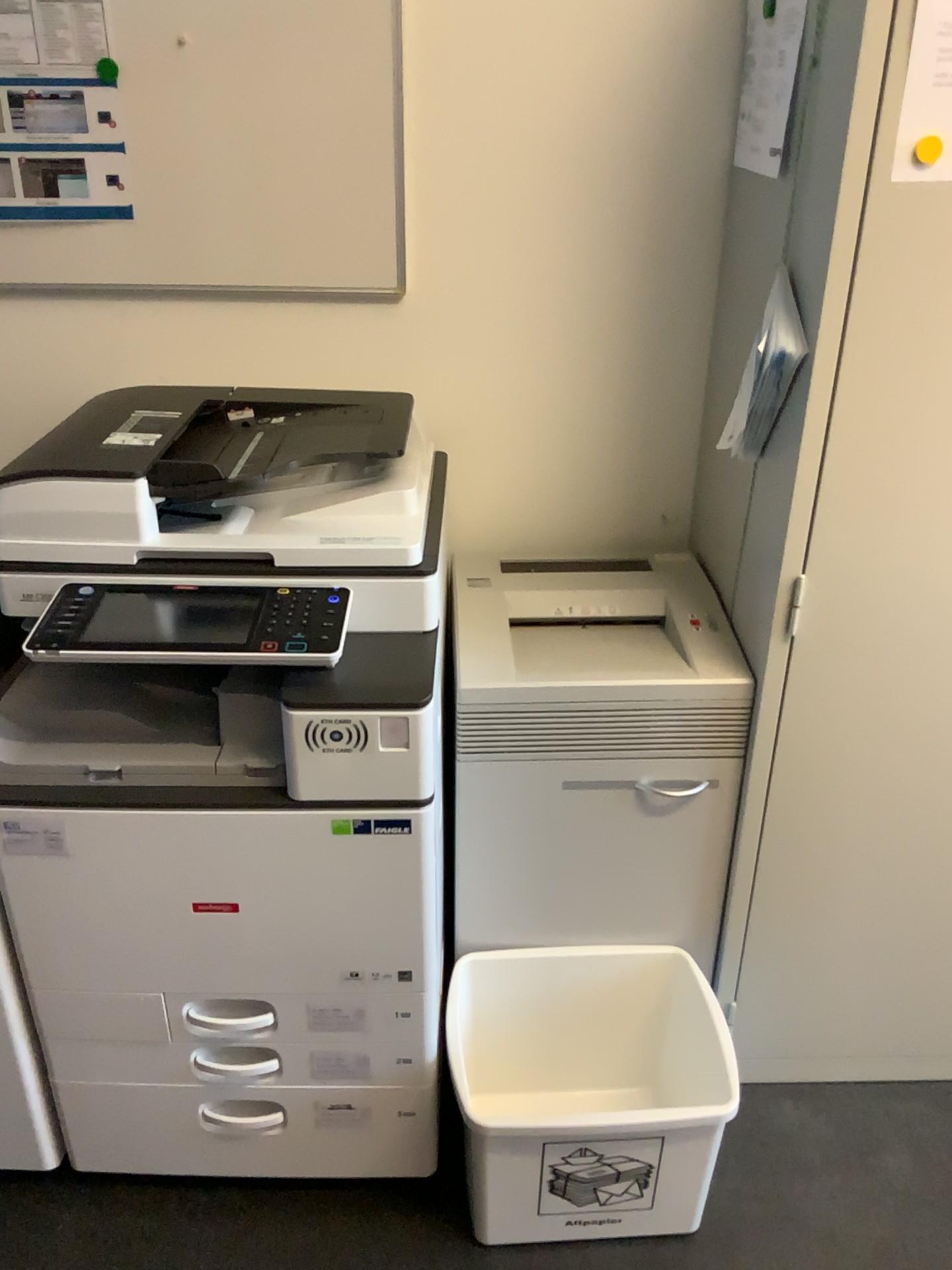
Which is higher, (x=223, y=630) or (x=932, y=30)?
(x=932, y=30)

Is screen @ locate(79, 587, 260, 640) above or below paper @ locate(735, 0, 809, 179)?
below

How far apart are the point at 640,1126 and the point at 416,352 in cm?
126

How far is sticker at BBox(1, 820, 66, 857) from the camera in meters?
1.4

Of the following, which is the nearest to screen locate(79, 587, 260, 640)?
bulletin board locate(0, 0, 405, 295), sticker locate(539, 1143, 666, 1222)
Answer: bulletin board locate(0, 0, 405, 295)

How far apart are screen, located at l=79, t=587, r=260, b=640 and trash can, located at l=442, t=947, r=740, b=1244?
0.8 meters

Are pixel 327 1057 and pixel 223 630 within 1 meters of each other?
yes

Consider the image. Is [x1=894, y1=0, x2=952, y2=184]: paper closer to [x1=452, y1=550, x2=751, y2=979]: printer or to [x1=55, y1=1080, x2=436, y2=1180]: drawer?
[x1=452, y1=550, x2=751, y2=979]: printer

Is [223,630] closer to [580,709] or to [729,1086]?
[580,709]

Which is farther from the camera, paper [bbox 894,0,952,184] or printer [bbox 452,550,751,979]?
printer [bbox 452,550,751,979]
